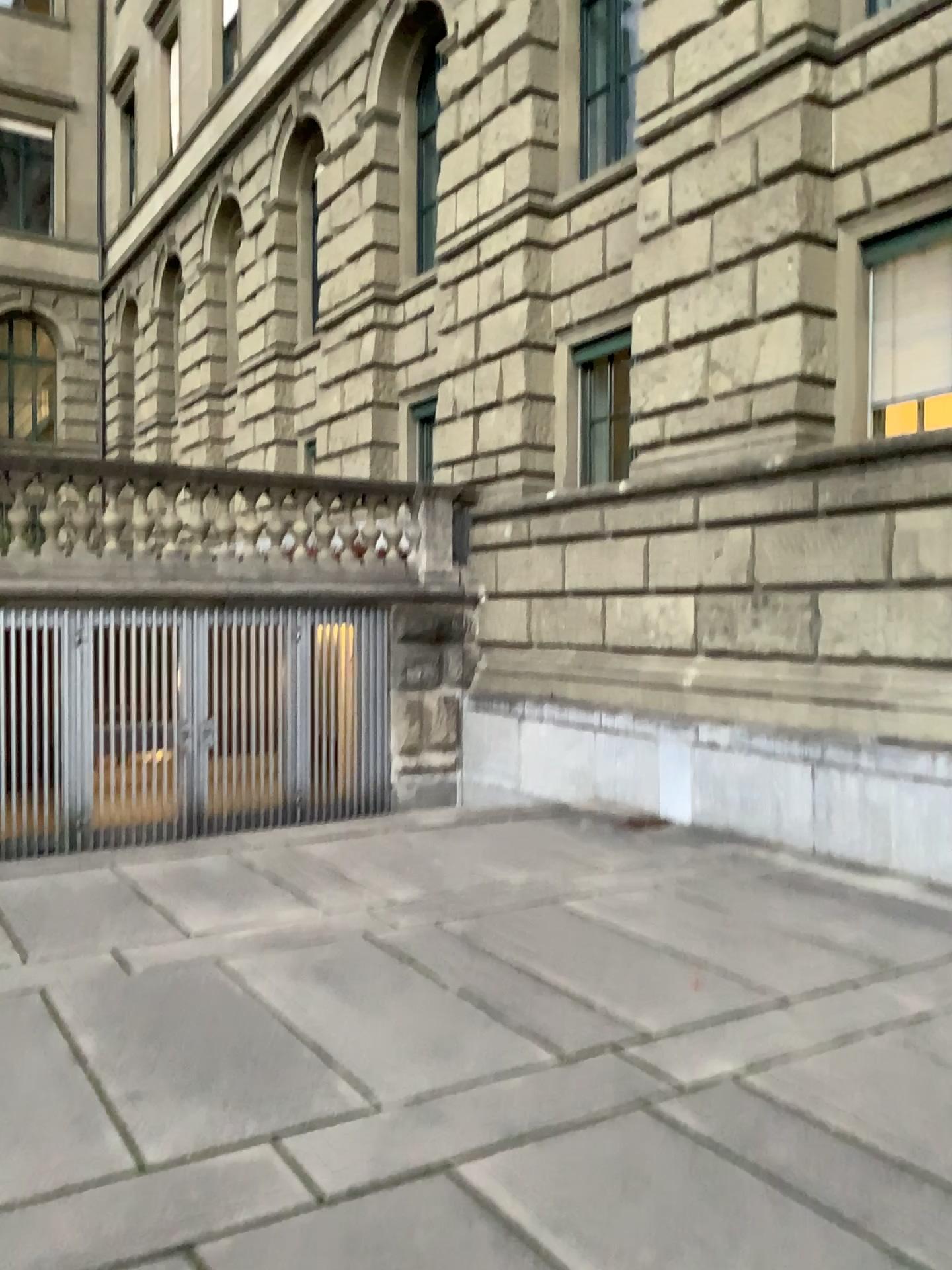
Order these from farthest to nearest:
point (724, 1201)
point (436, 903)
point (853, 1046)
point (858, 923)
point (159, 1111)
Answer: point (436, 903) → point (858, 923) → point (853, 1046) → point (159, 1111) → point (724, 1201)
